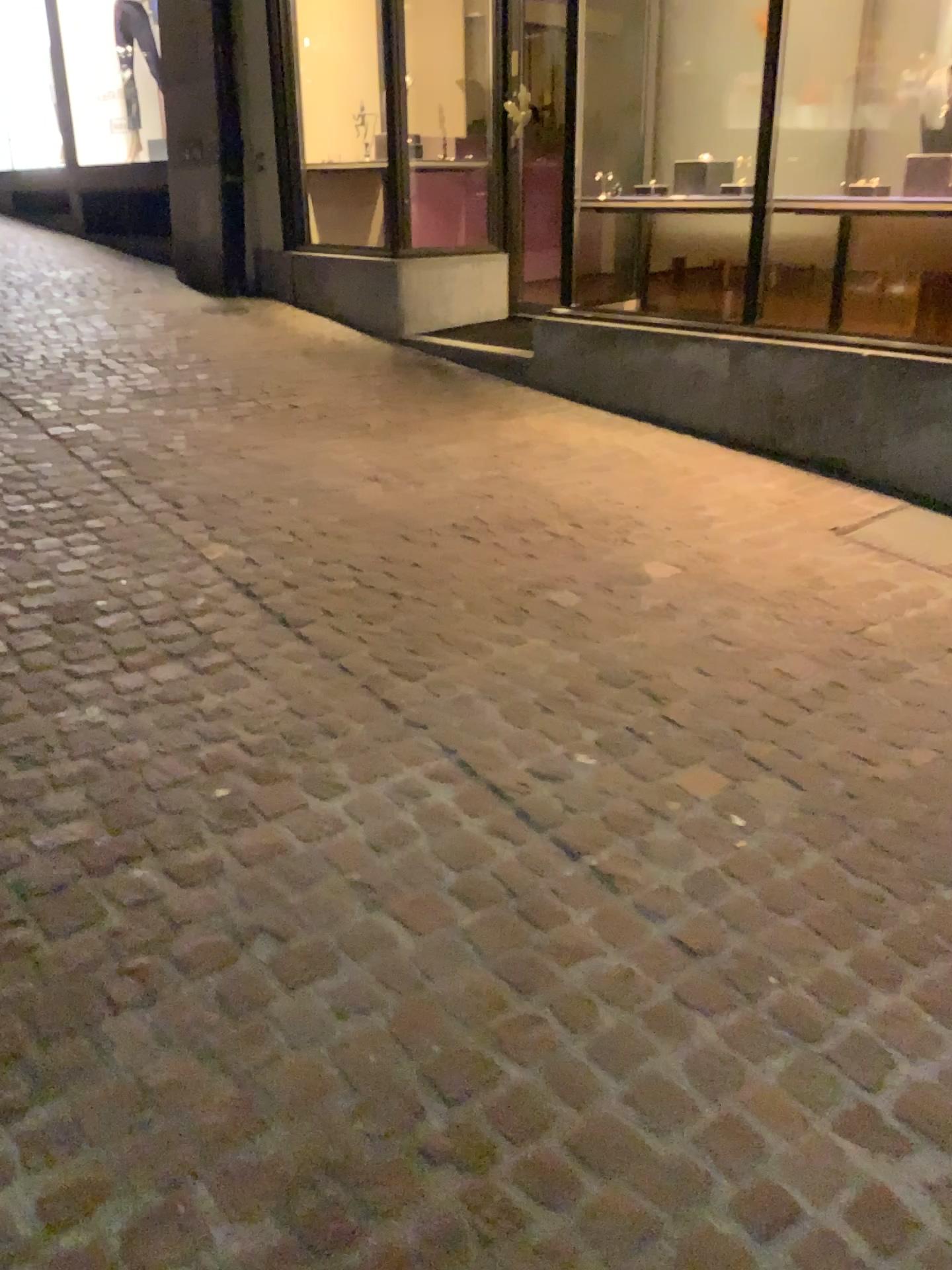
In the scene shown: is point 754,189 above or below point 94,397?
above
